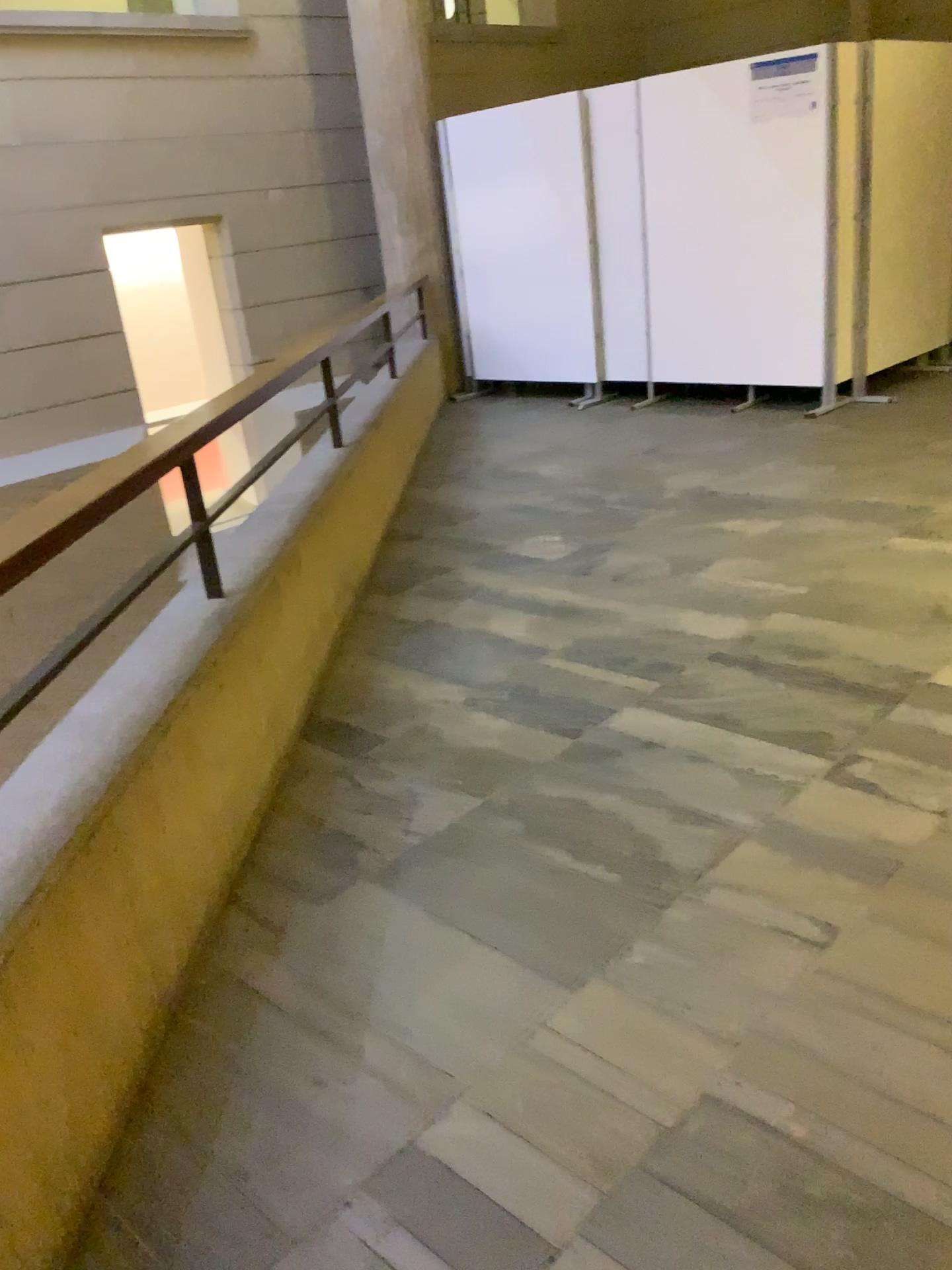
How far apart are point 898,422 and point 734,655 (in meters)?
3.07
